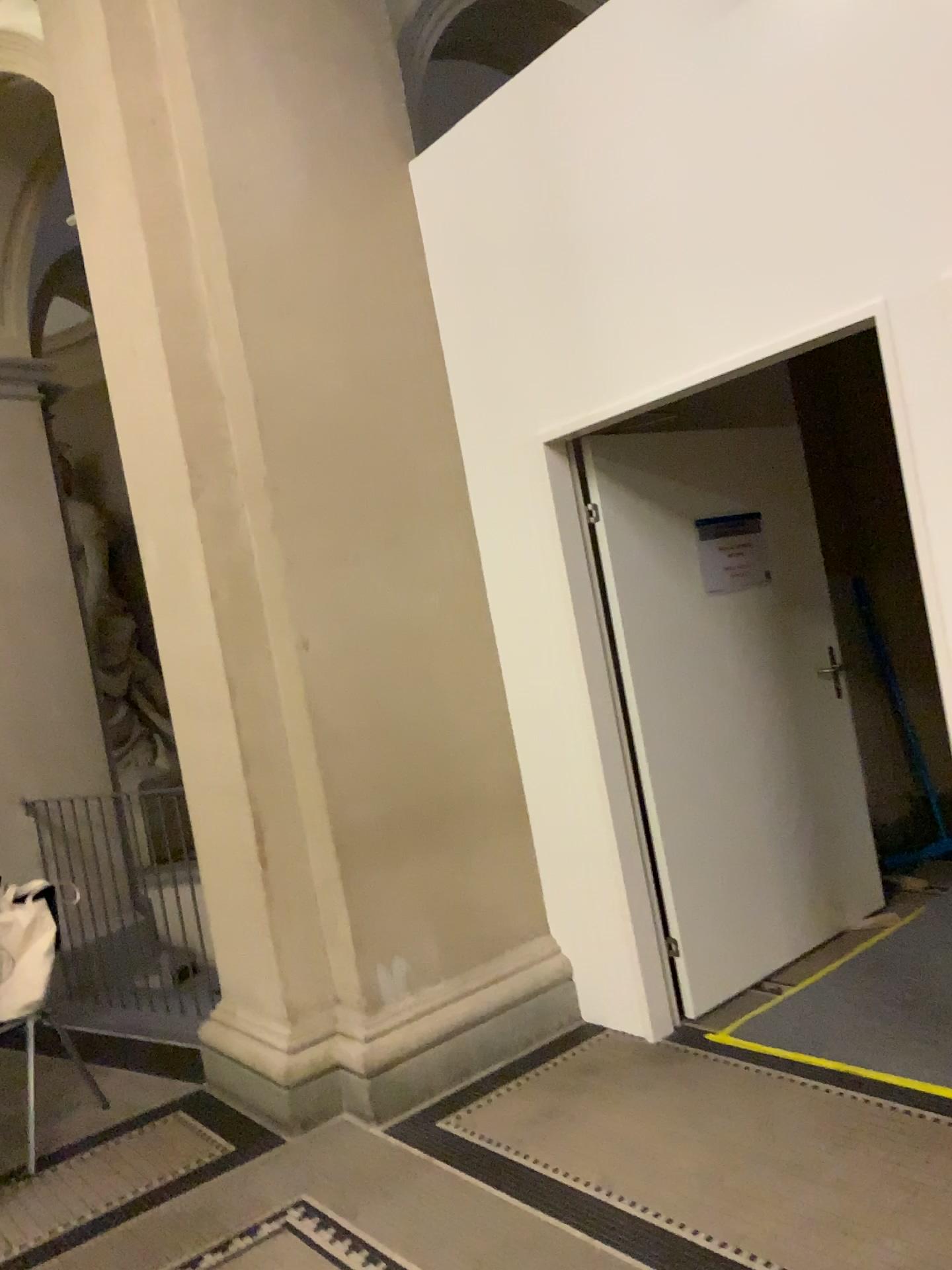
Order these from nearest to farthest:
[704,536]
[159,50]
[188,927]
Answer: [159,50] → [704,536] → [188,927]

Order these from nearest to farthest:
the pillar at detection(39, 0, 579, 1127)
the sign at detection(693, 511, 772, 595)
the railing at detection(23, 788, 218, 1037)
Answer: the pillar at detection(39, 0, 579, 1127) < the sign at detection(693, 511, 772, 595) < the railing at detection(23, 788, 218, 1037)

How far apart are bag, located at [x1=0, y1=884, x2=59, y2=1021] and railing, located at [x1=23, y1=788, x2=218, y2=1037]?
0.8m

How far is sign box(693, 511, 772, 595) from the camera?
3.95m

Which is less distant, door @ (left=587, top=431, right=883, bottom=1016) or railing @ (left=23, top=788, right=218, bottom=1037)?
door @ (left=587, top=431, right=883, bottom=1016)

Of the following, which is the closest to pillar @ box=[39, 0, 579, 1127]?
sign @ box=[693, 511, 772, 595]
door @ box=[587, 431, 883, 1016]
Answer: door @ box=[587, 431, 883, 1016]

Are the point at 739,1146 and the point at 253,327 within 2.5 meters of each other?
no

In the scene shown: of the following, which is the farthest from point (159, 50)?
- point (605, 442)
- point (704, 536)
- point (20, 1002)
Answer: point (20, 1002)

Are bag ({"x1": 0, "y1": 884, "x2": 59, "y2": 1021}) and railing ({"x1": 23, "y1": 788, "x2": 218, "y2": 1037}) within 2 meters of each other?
yes

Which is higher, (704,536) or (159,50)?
(159,50)
